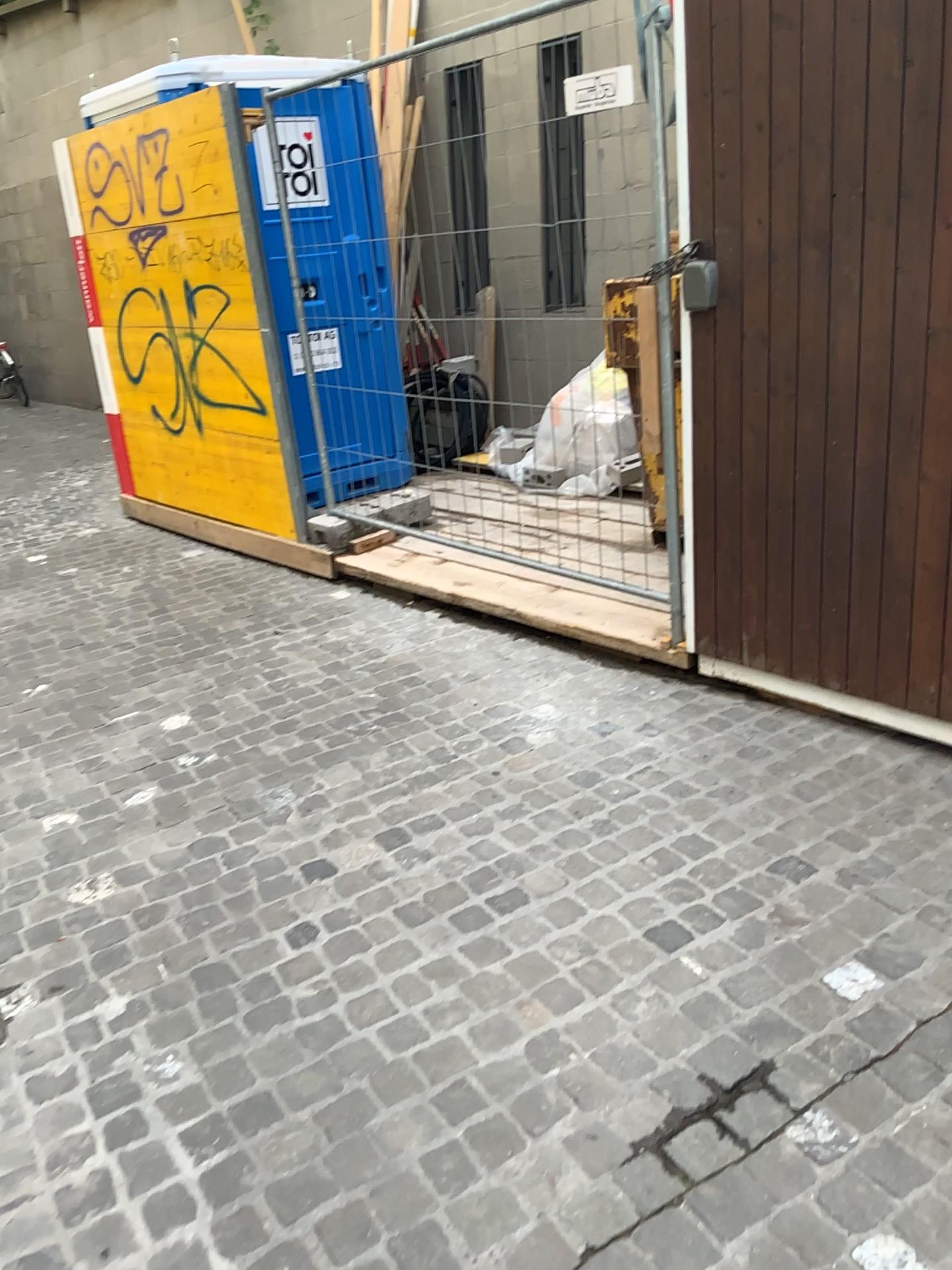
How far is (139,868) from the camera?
2.8 meters
